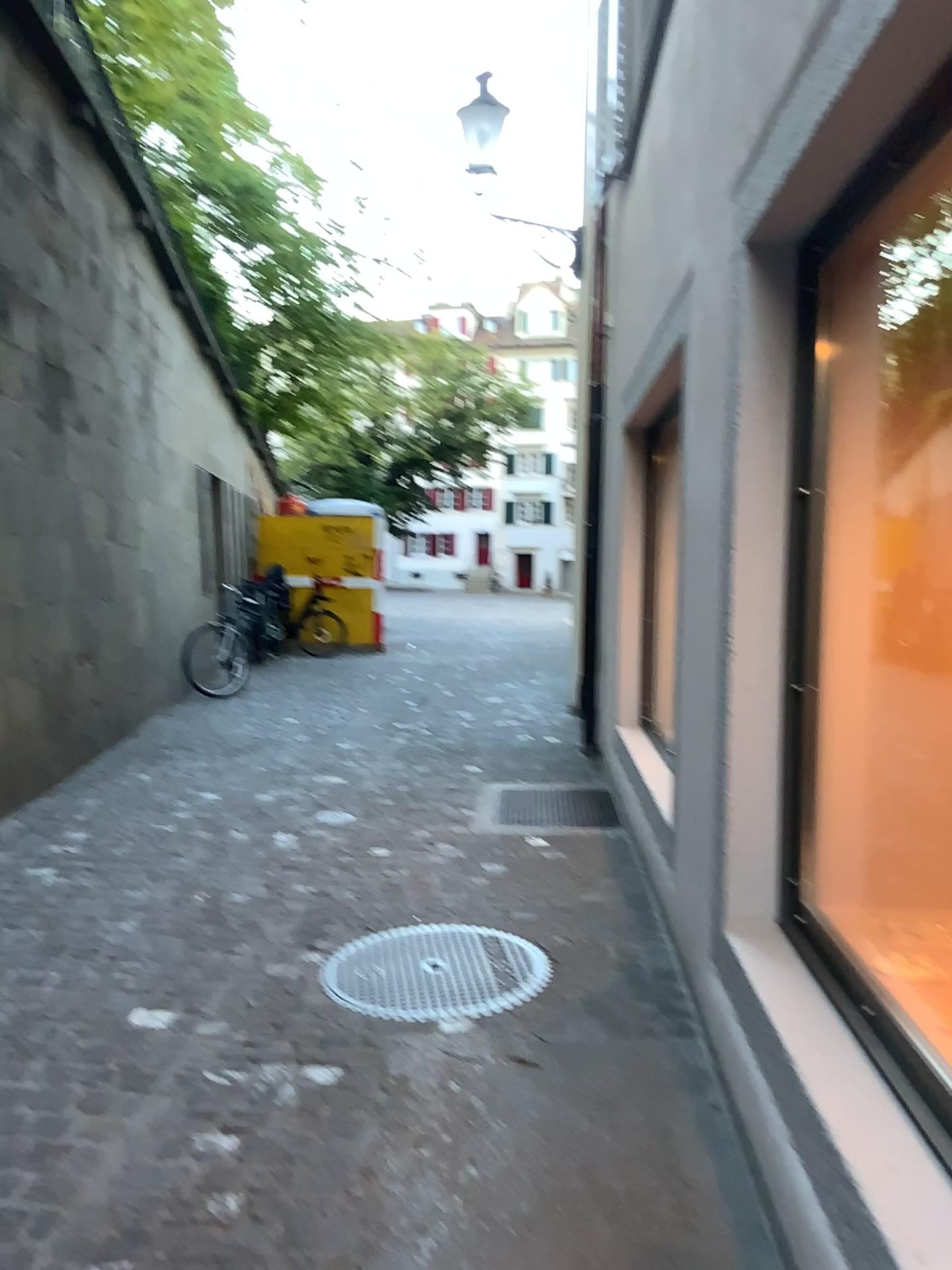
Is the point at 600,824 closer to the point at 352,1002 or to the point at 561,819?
the point at 561,819

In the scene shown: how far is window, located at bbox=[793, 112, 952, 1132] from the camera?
2.5 meters

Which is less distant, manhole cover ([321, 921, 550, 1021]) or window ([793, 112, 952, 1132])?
window ([793, 112, 952, 1132])

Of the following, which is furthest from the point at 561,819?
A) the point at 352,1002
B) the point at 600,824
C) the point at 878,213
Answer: the point at 878,213

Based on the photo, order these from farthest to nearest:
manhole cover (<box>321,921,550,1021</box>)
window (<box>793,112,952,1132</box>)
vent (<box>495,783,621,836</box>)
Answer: vent (<box>495,783,621,836</box>), manhole cover (<box>321,921,550,1021</box>), window (<box>793,112,952,1132</box>)

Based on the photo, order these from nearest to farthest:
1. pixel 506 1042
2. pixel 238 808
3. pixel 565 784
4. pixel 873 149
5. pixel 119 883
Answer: pixel 873 149 < pixel 506 1042 < pixel 119 883 < pixel 238 808 < pixel 565 784

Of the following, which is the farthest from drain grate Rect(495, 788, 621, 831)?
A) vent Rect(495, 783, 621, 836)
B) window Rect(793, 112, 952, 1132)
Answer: window Rect(793, 112, 952, 1132)

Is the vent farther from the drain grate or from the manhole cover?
the manhole cover

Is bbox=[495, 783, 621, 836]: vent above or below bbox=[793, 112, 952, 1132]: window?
below

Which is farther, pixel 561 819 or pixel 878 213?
pixel 561 819
